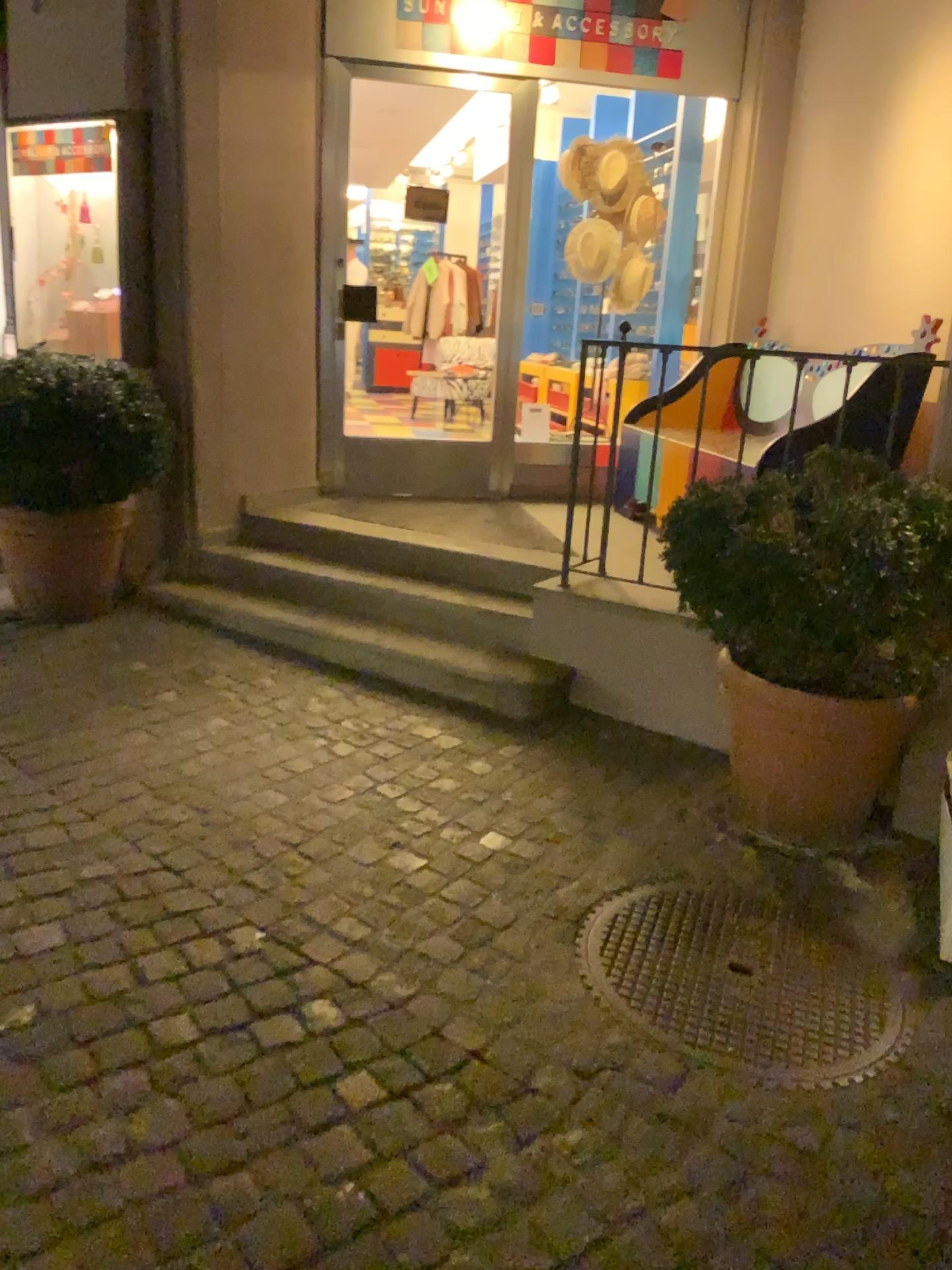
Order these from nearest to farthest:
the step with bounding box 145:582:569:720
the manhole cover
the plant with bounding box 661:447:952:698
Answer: the manhole cover → the plant with bounding box 661:447:952:698 → the step with bounding box 145:582:569:720

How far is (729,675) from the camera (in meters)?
2.70

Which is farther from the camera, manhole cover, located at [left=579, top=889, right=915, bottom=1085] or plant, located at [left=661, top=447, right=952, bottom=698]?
plant, located at [left=661, top=447, right=952, bottom=698]

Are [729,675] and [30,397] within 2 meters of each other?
no

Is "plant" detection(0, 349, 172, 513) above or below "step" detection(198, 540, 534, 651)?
above

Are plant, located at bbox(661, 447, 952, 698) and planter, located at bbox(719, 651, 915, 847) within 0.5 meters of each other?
yes

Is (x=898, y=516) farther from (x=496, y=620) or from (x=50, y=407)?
(x=50, y=407)

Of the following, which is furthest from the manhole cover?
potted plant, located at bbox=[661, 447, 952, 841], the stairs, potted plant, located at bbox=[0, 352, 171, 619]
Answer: potted plant, located at bbox=[0, 352, 171, 619]

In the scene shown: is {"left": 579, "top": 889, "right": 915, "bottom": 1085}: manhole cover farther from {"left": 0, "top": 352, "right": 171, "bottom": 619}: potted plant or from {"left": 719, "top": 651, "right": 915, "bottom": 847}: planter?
{"left": 0, "top": 352, "right": 171, "bottom": 619}: potted plant

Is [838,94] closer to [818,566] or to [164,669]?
[818,566]
